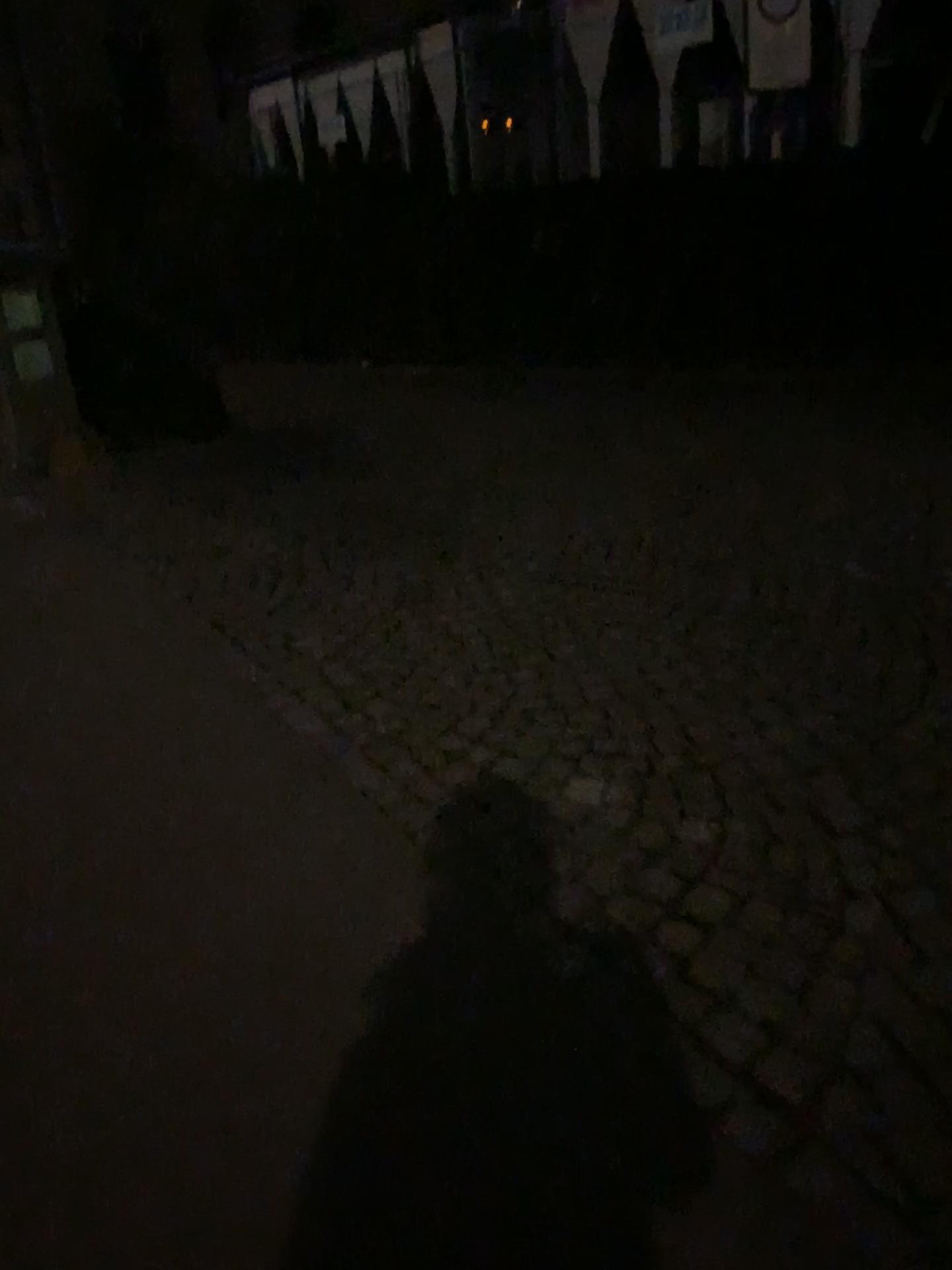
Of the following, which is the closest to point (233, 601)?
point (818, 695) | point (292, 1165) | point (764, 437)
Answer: point (818, 695)
